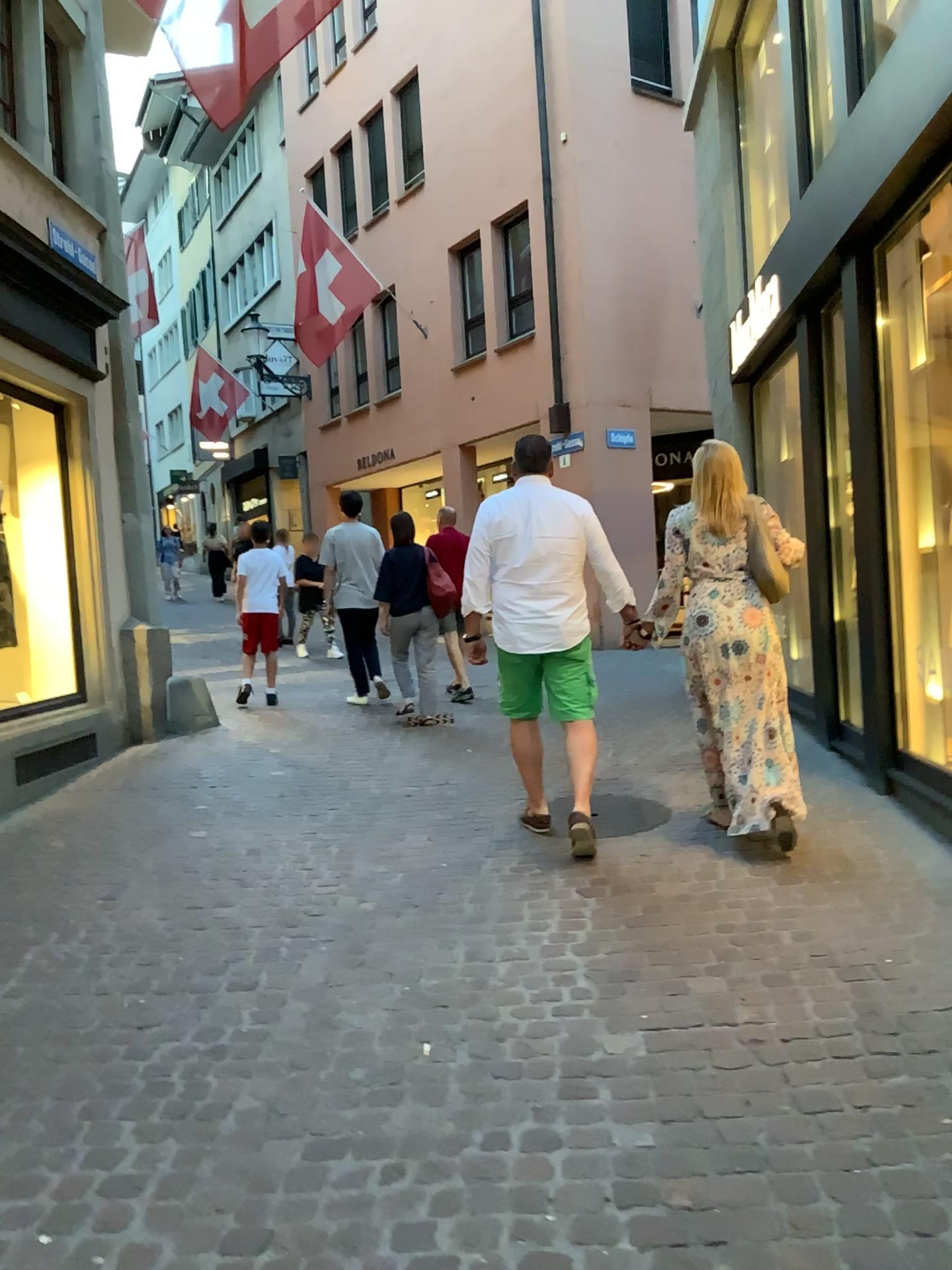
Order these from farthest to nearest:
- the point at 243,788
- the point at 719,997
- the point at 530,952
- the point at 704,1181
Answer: the point at 243,788, the point at 530,952, the point at 719,997, the point at 704,1181

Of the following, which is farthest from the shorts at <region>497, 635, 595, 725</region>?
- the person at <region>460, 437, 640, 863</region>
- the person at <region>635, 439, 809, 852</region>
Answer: the person at <region>635, 439, 809, 852</region>

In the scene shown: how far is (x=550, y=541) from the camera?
4.4 meters

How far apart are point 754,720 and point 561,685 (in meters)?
0.80

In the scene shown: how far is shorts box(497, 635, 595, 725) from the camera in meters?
4.4 m

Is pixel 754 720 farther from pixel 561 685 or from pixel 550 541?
pixel 550 541

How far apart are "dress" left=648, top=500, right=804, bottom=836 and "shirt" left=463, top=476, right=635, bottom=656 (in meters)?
0.44

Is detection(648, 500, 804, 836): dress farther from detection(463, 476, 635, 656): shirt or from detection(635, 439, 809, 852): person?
detection(463, 476, 635, 656): shirt

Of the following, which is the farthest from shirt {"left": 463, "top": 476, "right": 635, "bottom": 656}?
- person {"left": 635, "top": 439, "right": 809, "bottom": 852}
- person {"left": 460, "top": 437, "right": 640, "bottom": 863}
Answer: person {"left": 635, "top": 439, "right": 809, "bottom": 852}

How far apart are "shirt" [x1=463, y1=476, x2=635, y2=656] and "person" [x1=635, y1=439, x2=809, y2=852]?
0.4 meters
